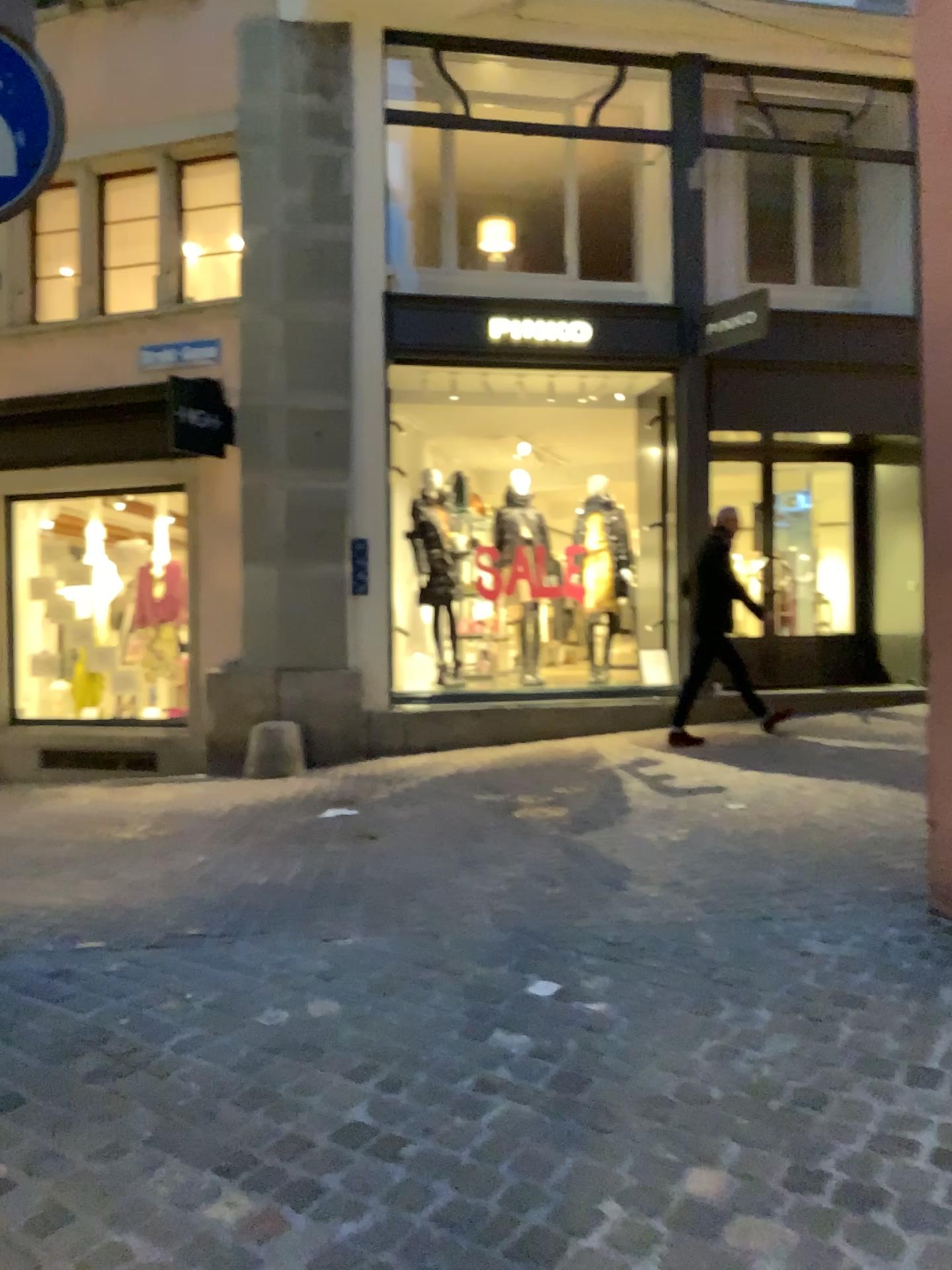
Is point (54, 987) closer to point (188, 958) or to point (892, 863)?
point (188, 958)
